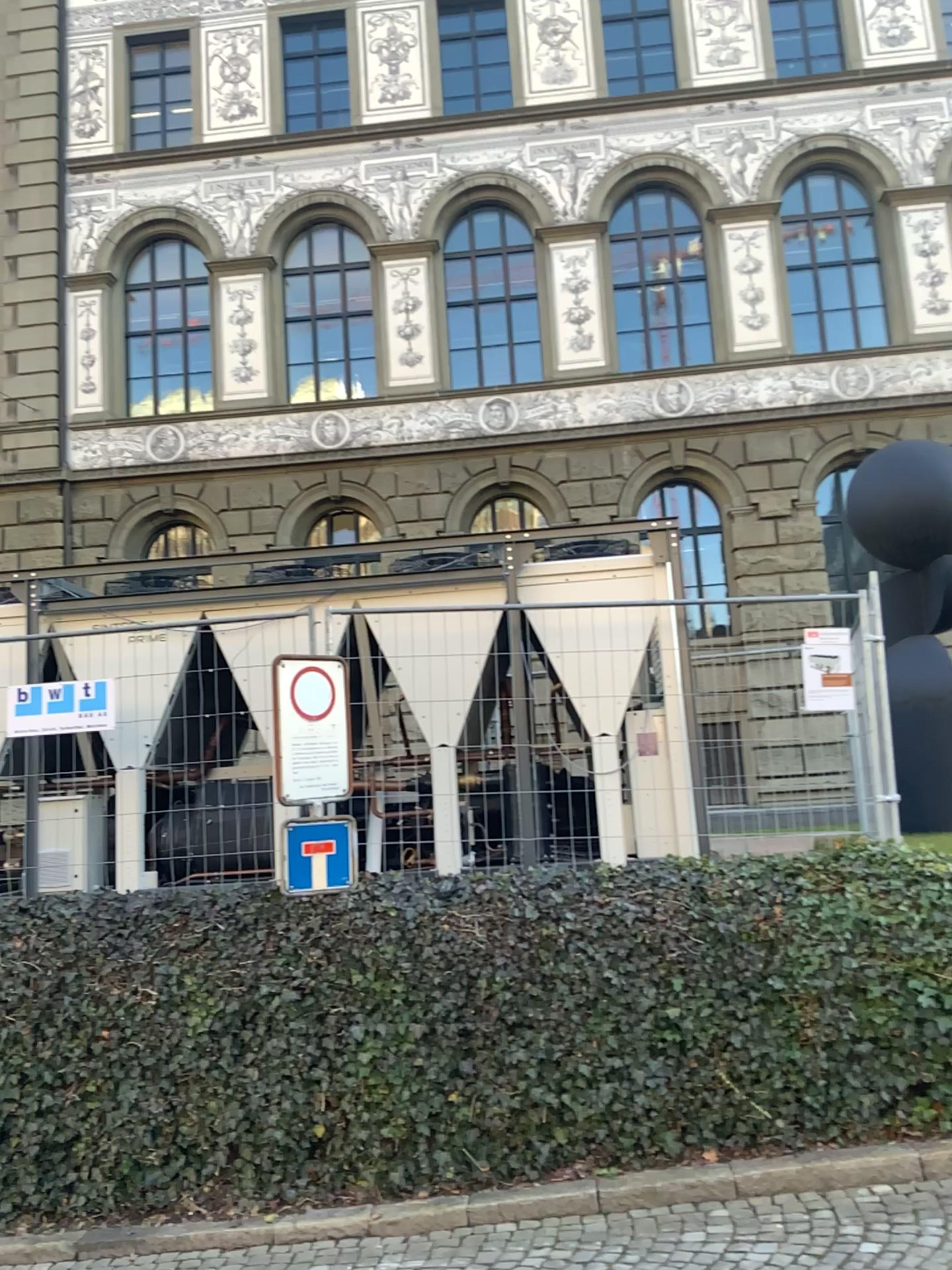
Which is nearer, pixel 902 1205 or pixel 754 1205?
pixel 902 1205
